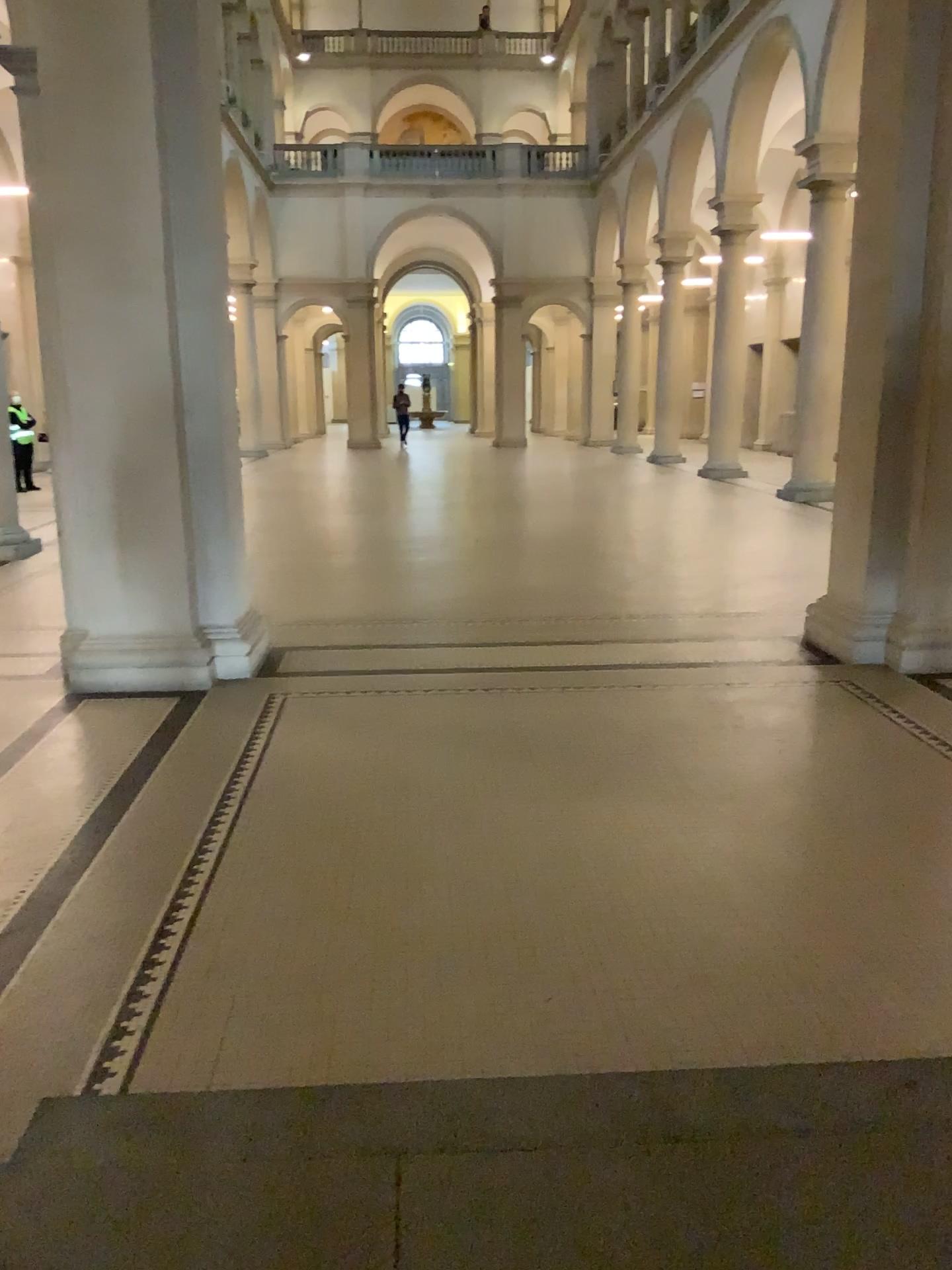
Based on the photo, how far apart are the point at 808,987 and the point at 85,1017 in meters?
1.8 m
